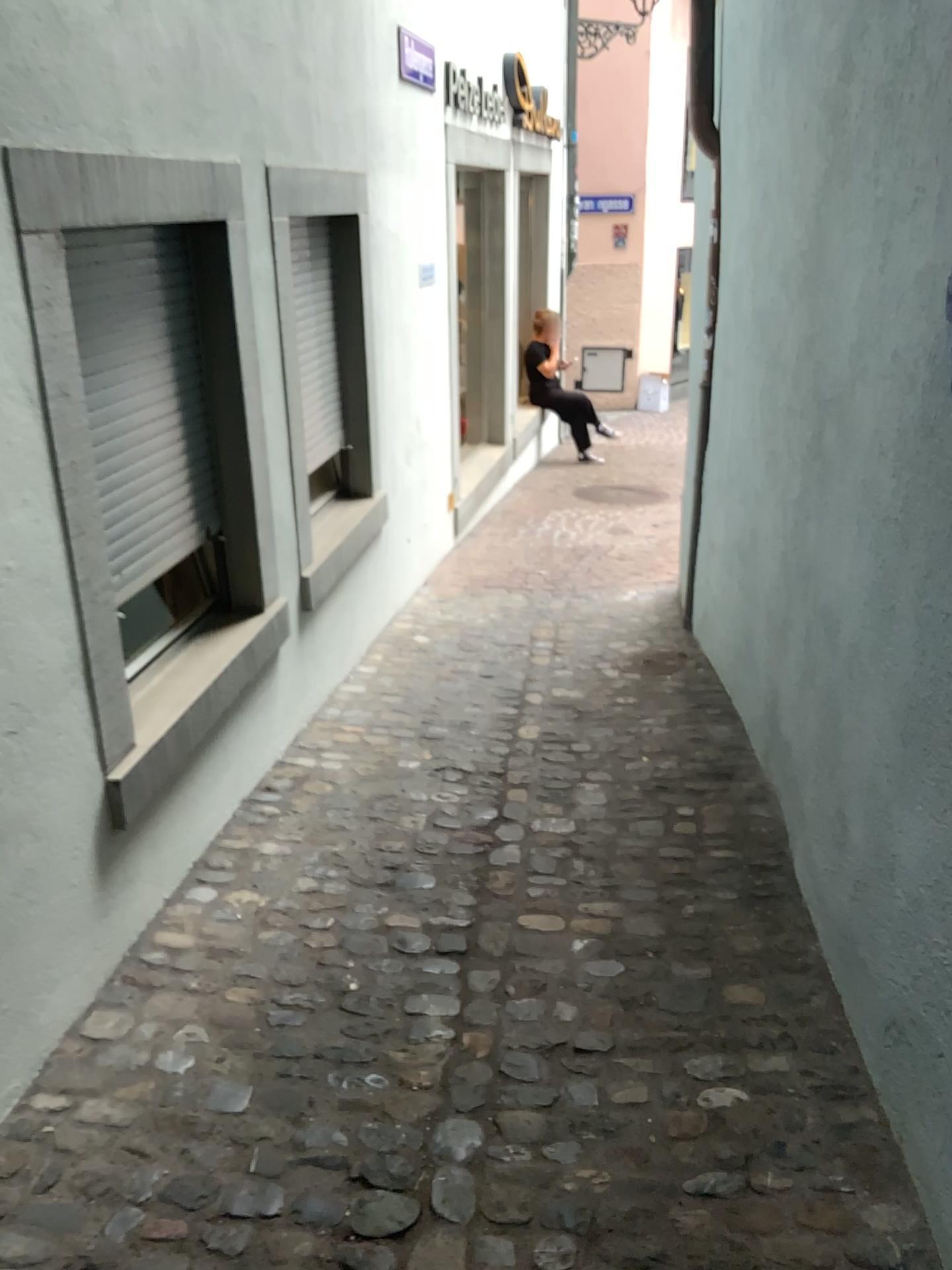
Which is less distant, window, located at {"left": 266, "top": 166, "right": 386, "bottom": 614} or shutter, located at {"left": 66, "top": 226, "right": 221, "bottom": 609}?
shutter, located at {"left": 66, "top": 226, "right": 221, "bottom": 609}

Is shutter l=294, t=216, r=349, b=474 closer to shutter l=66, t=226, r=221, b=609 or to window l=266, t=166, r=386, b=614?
window l=266, t=166, r=386, b=614

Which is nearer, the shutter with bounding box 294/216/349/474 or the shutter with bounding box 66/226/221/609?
the shutter with bounding box 66/226/221/609

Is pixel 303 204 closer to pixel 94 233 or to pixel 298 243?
pixel 298 243

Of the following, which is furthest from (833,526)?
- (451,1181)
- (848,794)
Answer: (451,1181)

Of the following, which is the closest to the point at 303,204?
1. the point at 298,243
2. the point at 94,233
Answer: the point at 298,243

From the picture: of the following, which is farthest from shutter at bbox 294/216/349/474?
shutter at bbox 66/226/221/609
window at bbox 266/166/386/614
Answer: shutter at bbox 66/226/221/609

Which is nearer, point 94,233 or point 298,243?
point 94,233
